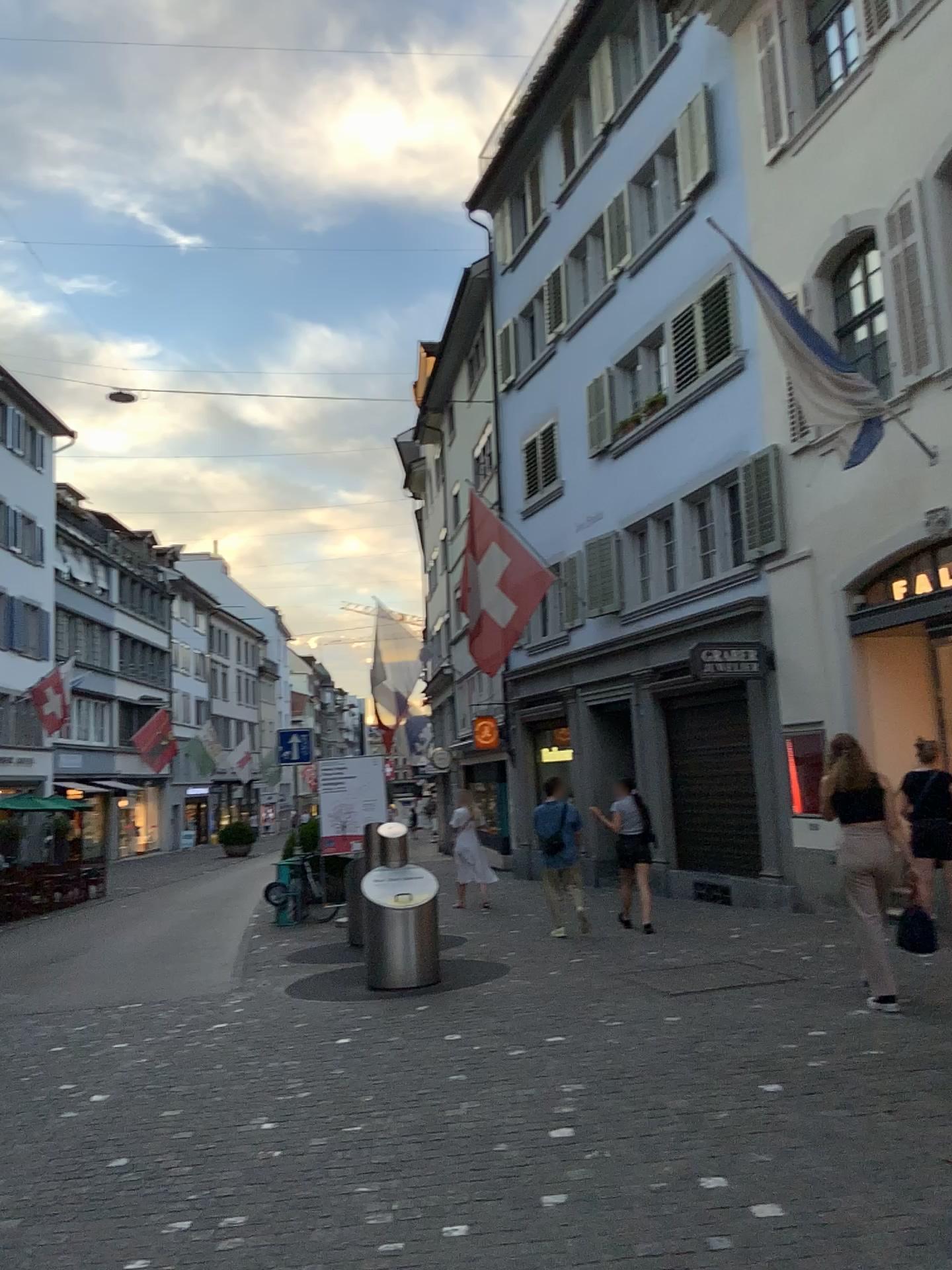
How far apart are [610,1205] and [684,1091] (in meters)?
1.39
